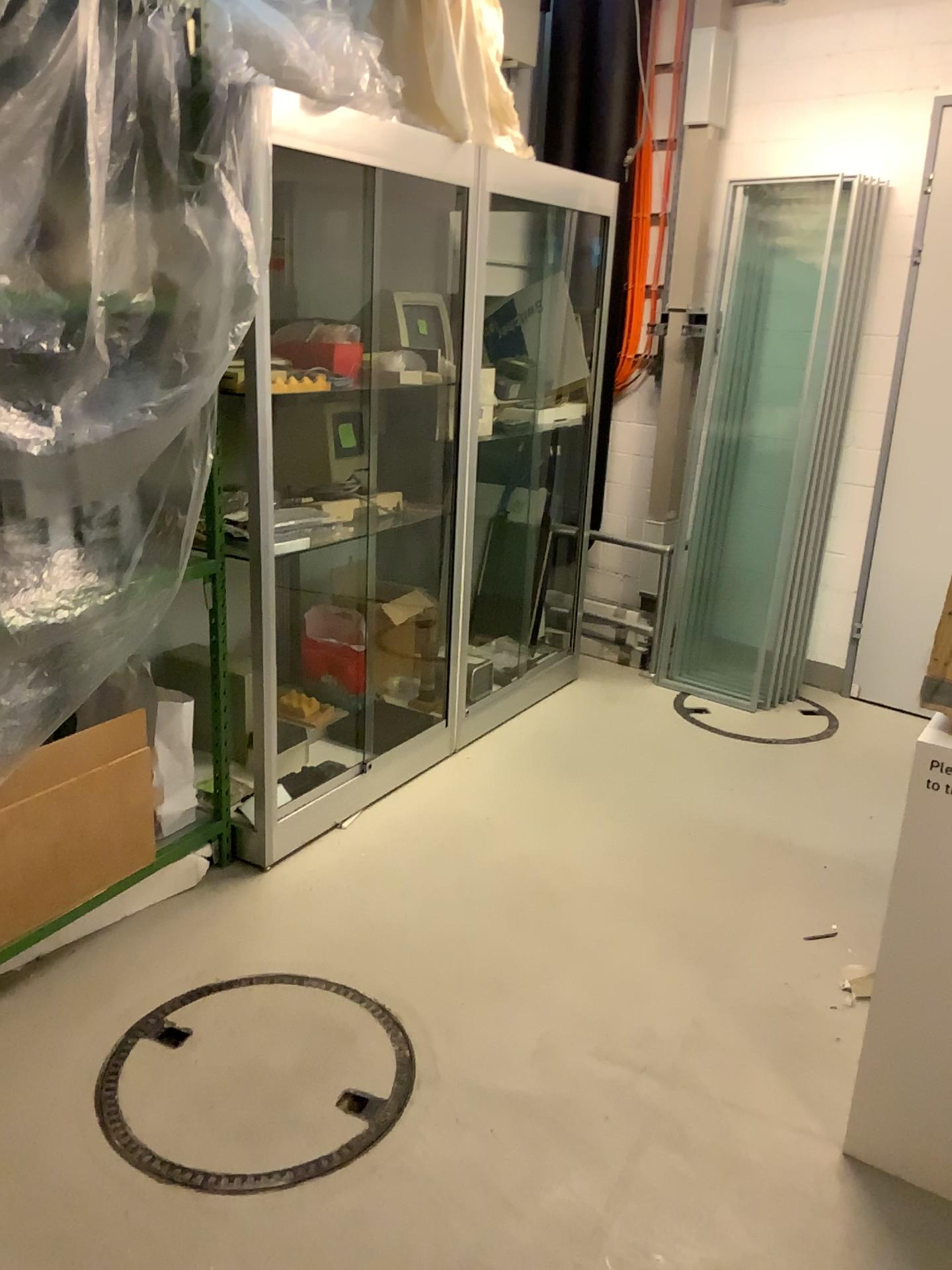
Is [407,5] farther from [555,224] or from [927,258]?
[927,258]

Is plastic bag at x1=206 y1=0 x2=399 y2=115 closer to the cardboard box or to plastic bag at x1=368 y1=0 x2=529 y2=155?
plastic bag at x1=368 y1=0 x2=529 y2=155

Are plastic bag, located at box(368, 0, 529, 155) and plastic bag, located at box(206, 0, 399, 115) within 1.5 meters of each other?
yes

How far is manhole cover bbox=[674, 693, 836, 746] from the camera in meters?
4.1 m

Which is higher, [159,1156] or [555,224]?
[555,224]

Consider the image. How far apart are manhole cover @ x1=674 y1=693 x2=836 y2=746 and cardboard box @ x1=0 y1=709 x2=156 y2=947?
2.3 meters

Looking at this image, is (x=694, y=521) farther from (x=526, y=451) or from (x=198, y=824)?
(x=198, y=824)

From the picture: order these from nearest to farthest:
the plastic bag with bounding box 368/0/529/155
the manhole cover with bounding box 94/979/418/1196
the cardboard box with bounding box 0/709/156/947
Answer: the manhole cover with bounding box 94/979/418/1196 → the cardboard box with bounding box 0/709/156/947 → the plastic bag with bounding box 368/0/529/155

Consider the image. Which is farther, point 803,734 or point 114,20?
point 803,734

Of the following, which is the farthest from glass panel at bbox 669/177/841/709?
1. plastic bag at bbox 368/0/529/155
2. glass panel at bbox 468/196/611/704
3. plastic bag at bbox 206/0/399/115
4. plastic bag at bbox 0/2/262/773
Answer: plastic bag at bbox 0/2/262/773
